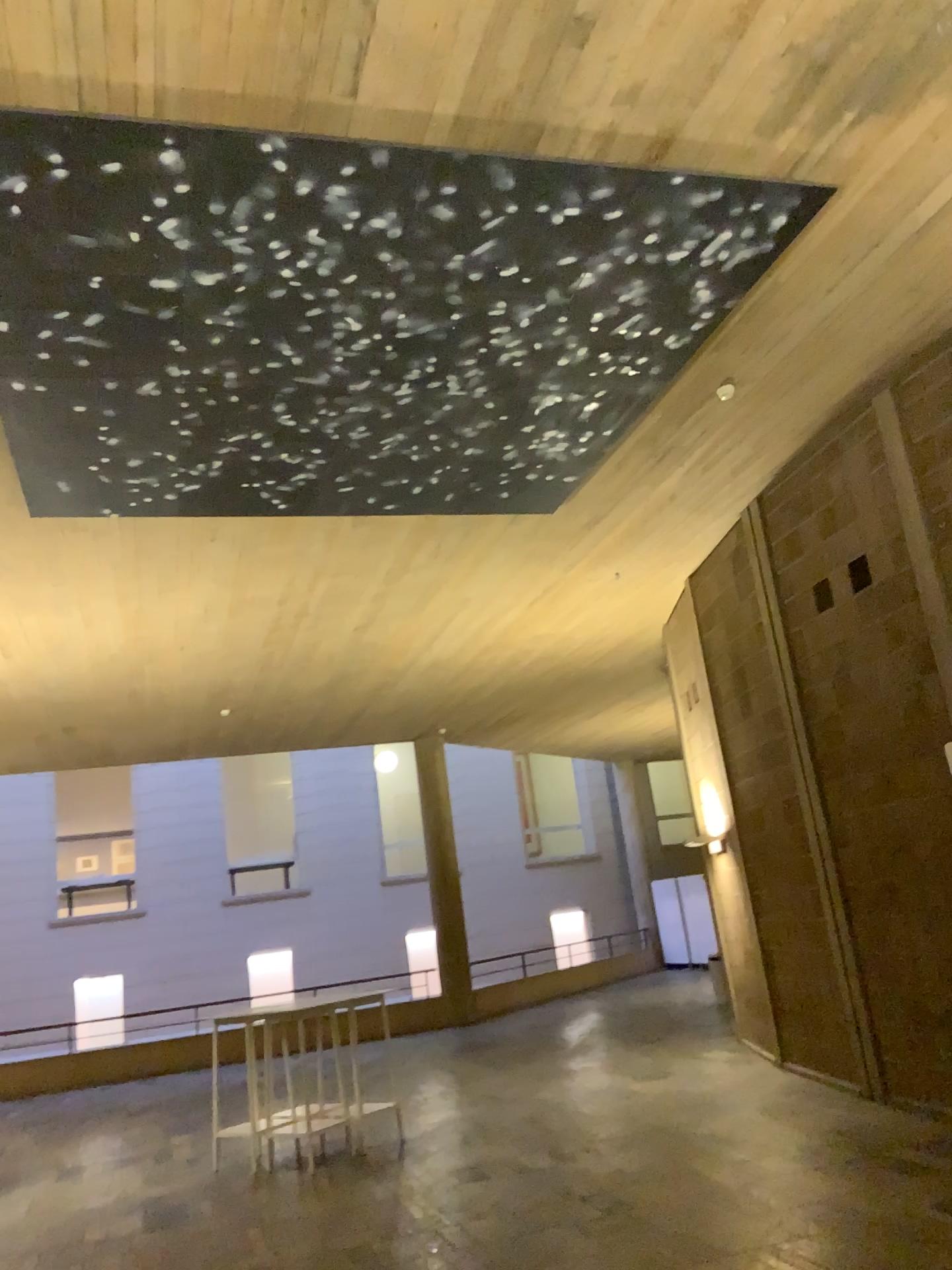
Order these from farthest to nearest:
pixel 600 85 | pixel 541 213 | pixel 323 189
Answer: pixel 541 213
pixel 323 189
pixel 600 85
